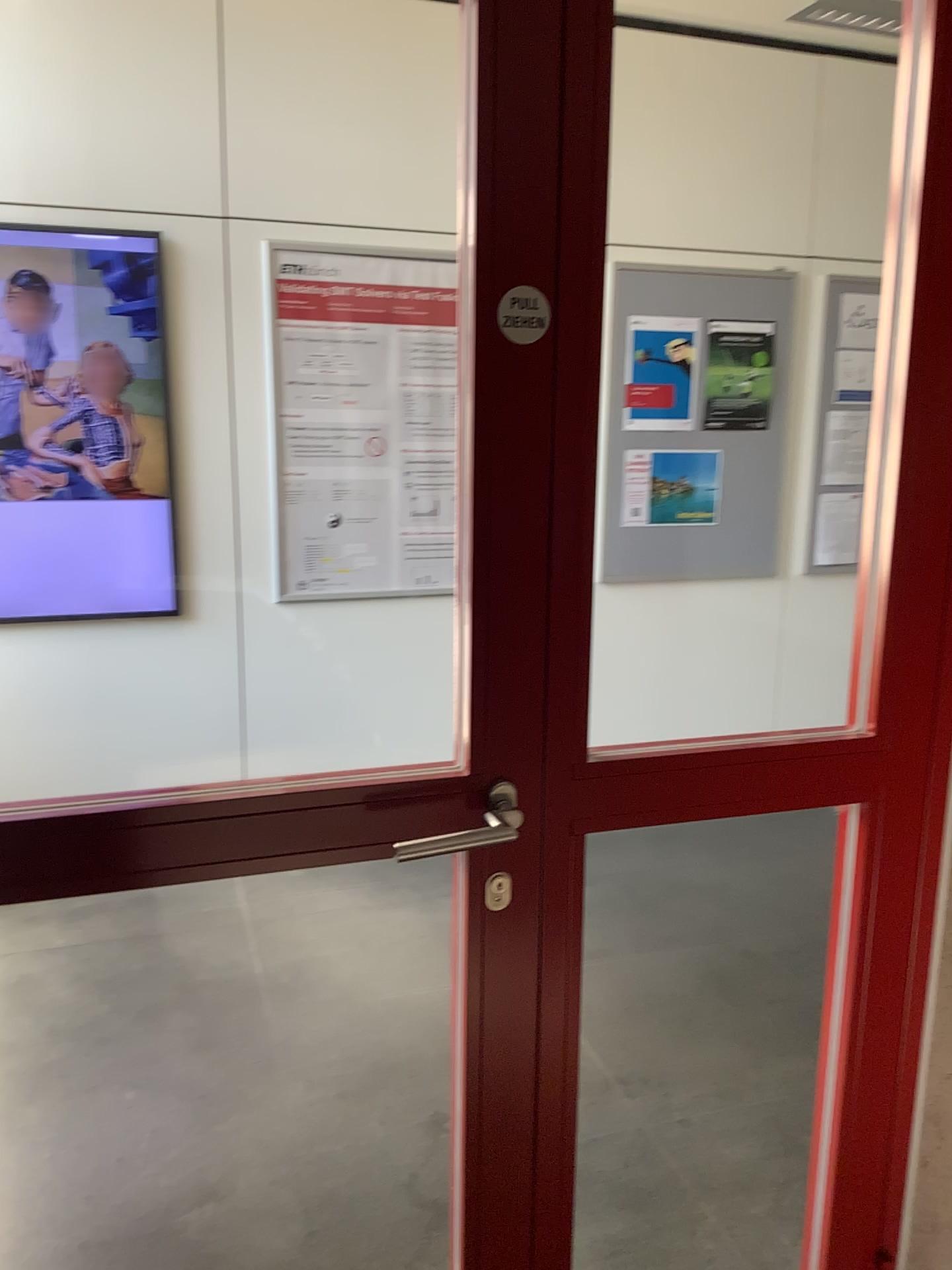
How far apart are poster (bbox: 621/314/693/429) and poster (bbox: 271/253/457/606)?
0.76m

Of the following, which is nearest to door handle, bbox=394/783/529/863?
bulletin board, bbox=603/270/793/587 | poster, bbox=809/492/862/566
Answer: bulletin board, bbox=603/270/793/587

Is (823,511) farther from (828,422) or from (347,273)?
(347,273)

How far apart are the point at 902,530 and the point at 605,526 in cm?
287

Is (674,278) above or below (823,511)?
above

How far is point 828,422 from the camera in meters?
4.4

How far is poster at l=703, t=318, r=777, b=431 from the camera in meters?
4.2

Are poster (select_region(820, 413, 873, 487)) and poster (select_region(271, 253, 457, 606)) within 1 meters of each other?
no

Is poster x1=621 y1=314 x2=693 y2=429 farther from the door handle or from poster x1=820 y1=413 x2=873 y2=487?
the door handle

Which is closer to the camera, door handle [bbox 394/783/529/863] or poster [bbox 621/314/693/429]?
door handle [bbox 394/783/529/863]
